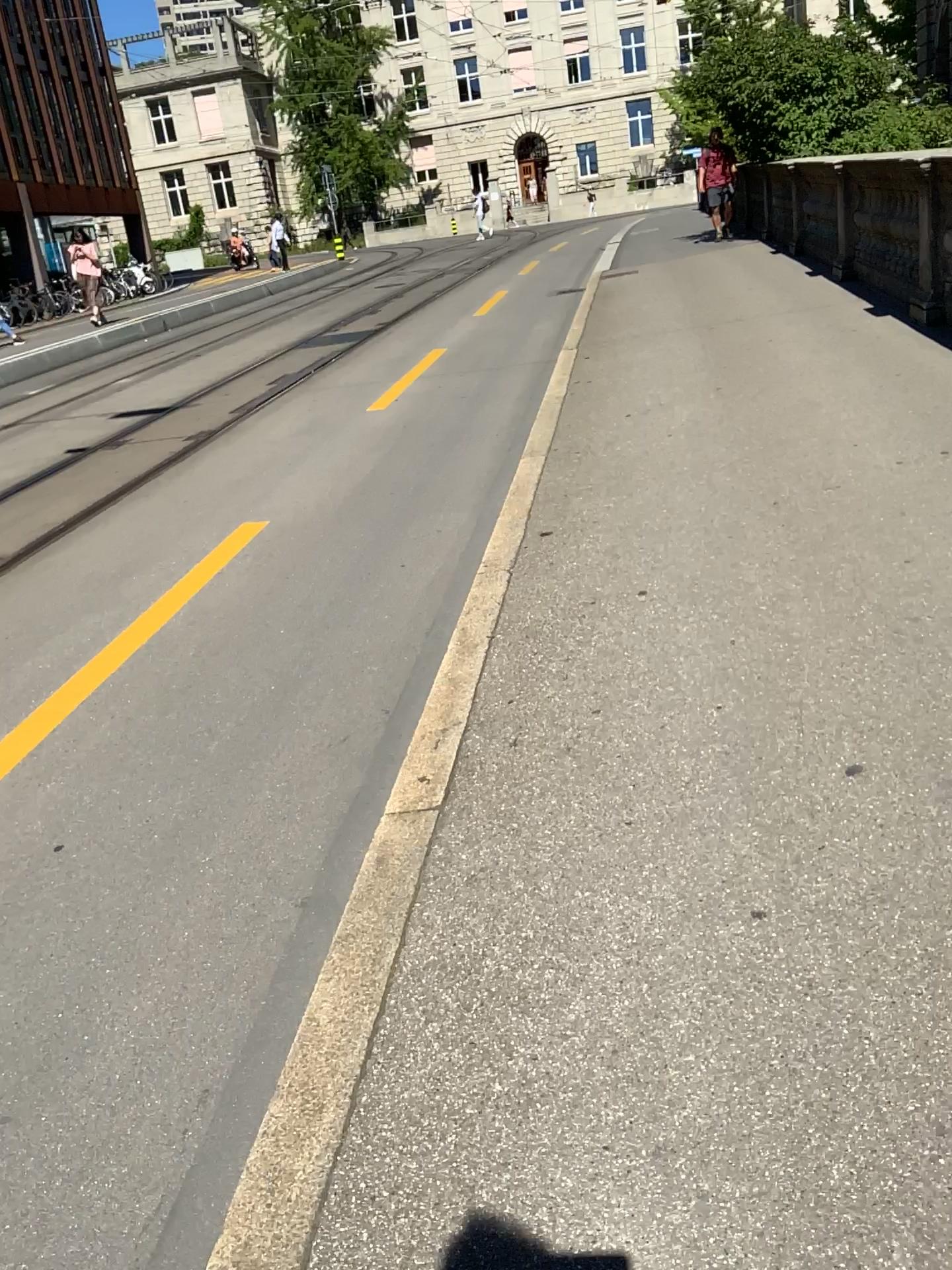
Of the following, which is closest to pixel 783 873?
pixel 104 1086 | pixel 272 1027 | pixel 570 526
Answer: pixel 272 1027
